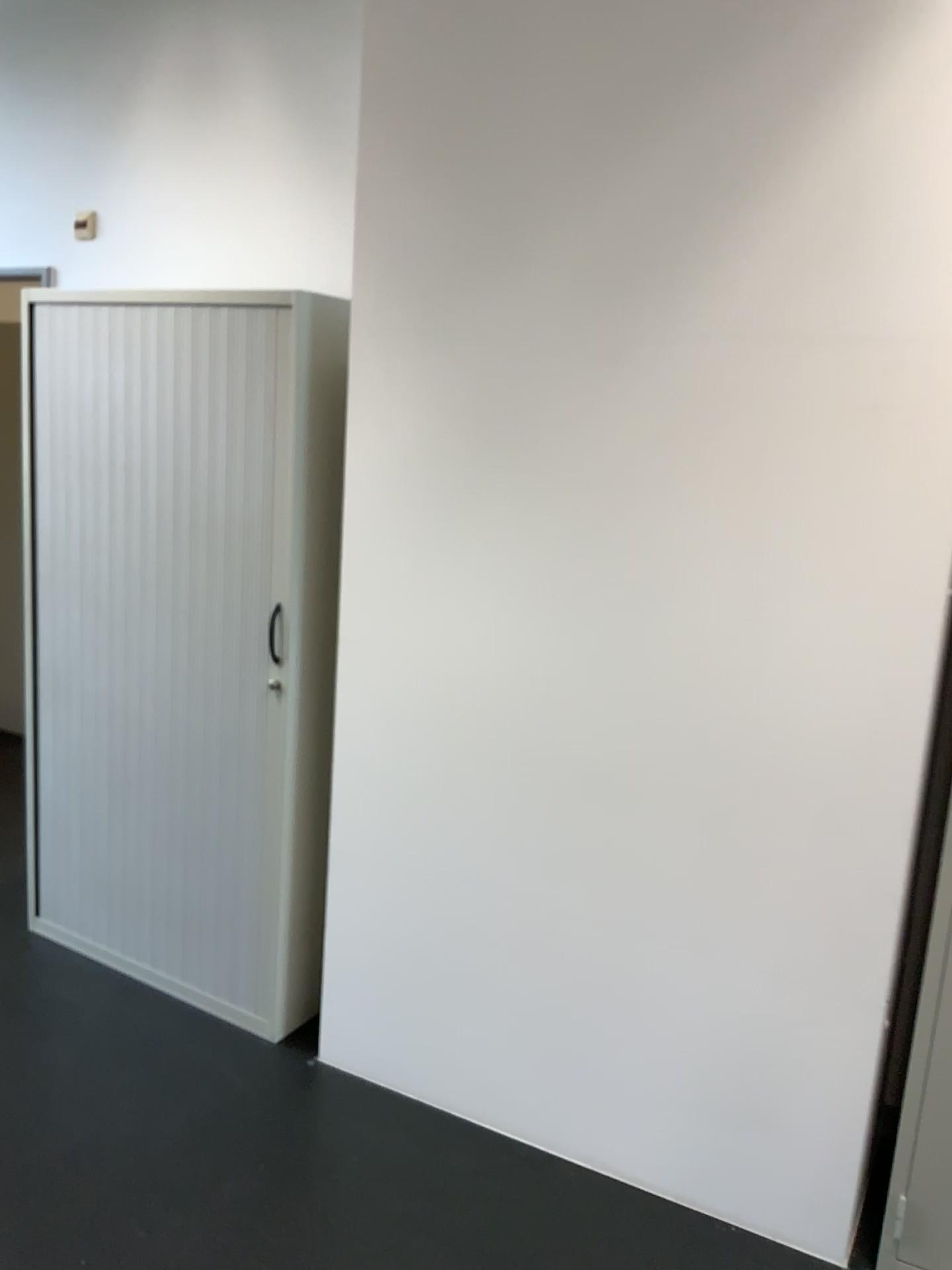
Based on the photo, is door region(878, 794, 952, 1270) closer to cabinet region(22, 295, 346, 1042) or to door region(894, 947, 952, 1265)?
door region(894, 947, 952, 1265)

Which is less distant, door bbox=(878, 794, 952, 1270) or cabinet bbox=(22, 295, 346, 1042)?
door bbox=(878, 794, 952, 1270)

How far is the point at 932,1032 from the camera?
1.99m

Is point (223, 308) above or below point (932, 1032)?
above

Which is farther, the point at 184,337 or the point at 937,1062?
the point at 184,337

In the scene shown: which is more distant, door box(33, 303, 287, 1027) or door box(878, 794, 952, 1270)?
door box(33, 303, 287, 1027)

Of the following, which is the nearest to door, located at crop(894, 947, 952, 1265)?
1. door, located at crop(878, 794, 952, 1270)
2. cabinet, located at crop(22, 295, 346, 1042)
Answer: door, located at crop(878, 794, 952, 1270)

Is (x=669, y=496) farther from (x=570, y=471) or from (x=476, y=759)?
(x=476, y=759)

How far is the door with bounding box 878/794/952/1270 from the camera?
1.99m

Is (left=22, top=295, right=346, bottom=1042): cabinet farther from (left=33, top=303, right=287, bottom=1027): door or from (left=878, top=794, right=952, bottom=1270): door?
(left=878, top=794, right=952, bottom=1270): door
